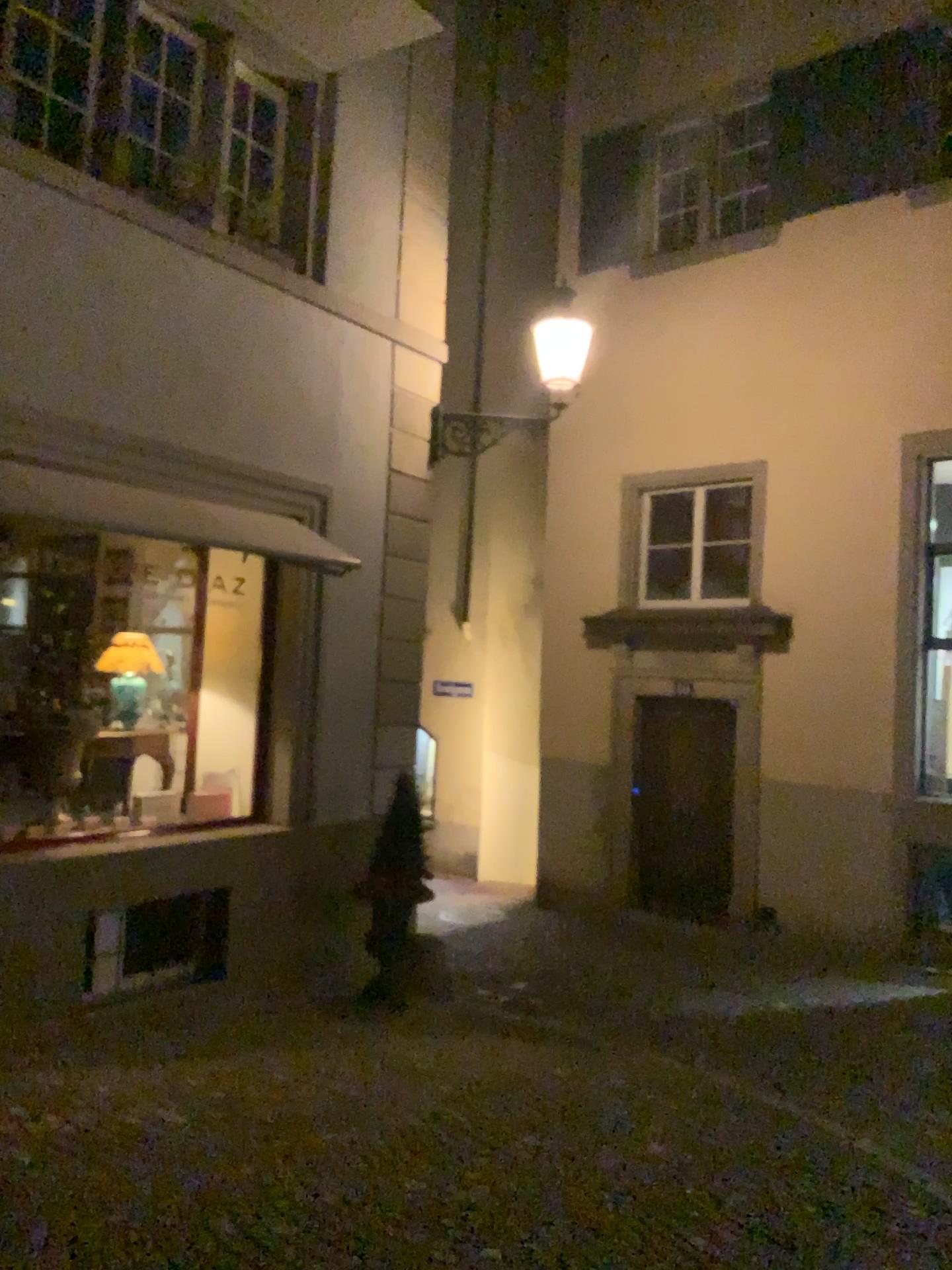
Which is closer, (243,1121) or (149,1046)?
(243,1121)
